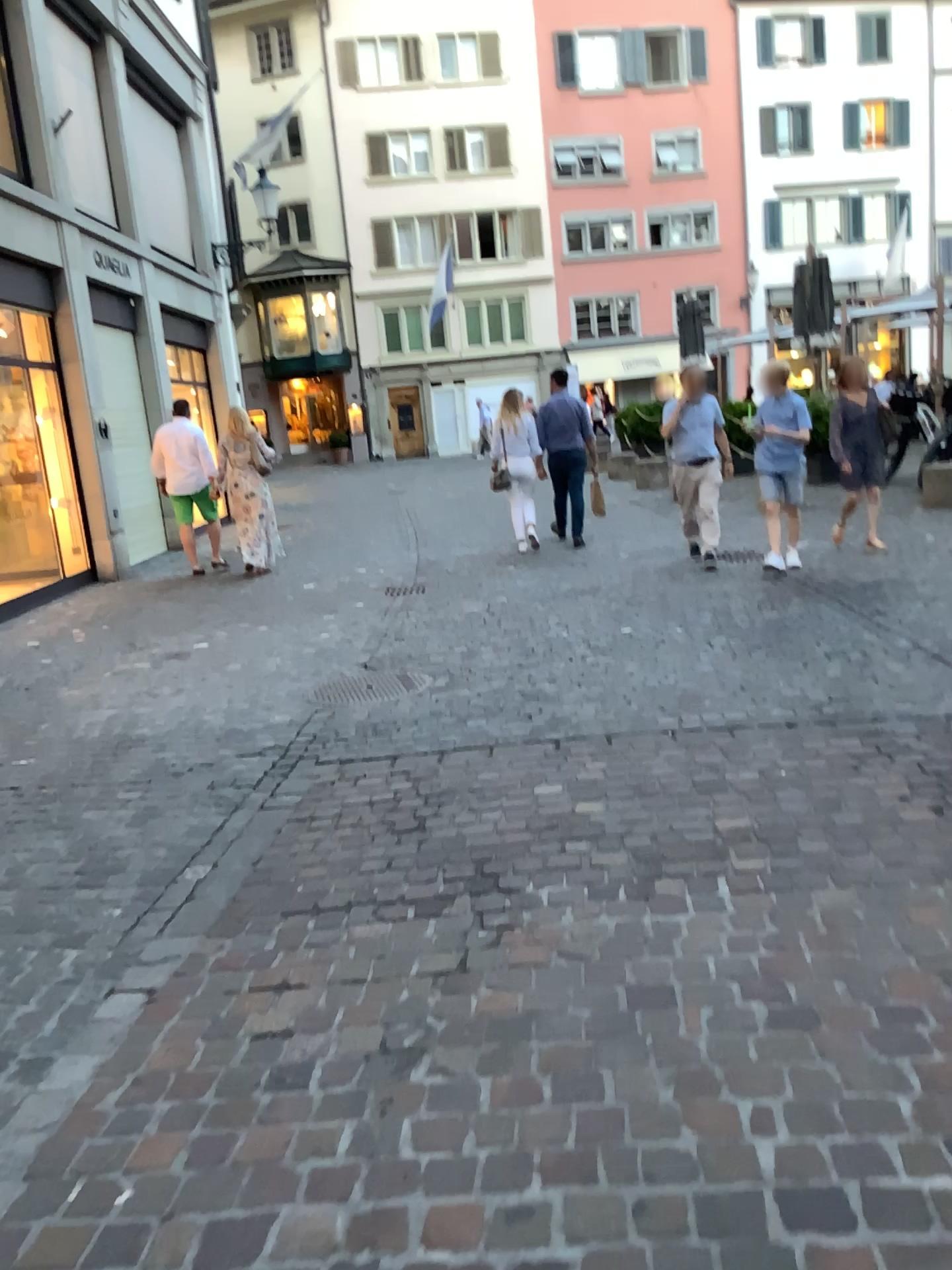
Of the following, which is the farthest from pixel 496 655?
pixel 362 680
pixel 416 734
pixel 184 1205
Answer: pixel 184 1205
